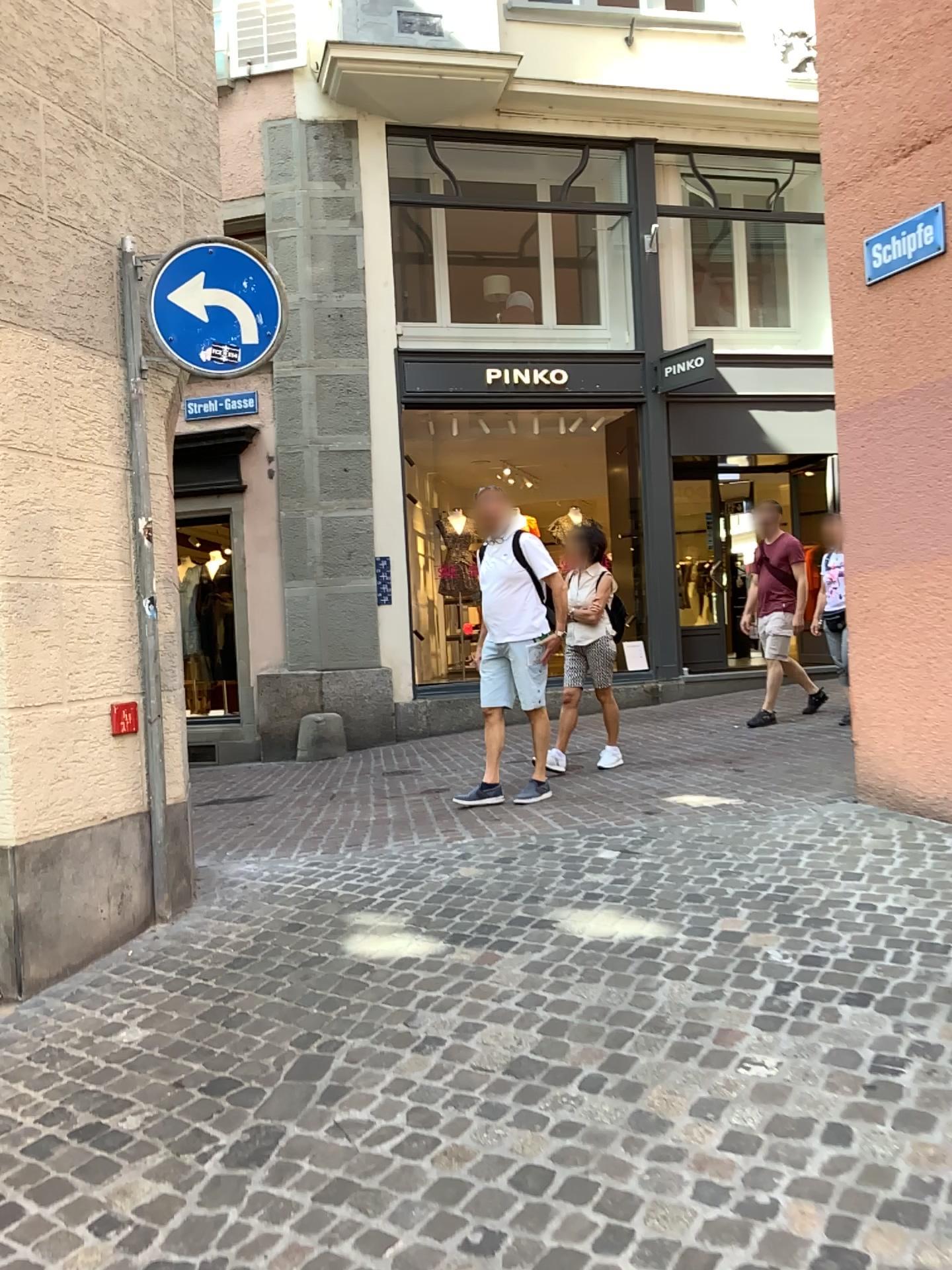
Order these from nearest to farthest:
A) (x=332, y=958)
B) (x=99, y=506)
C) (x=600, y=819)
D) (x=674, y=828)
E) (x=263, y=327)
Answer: (x=332, y=958) < (x=99, y=506) < (x=263, y=327) < (x=674, y=828) < (x=600, y=819)
